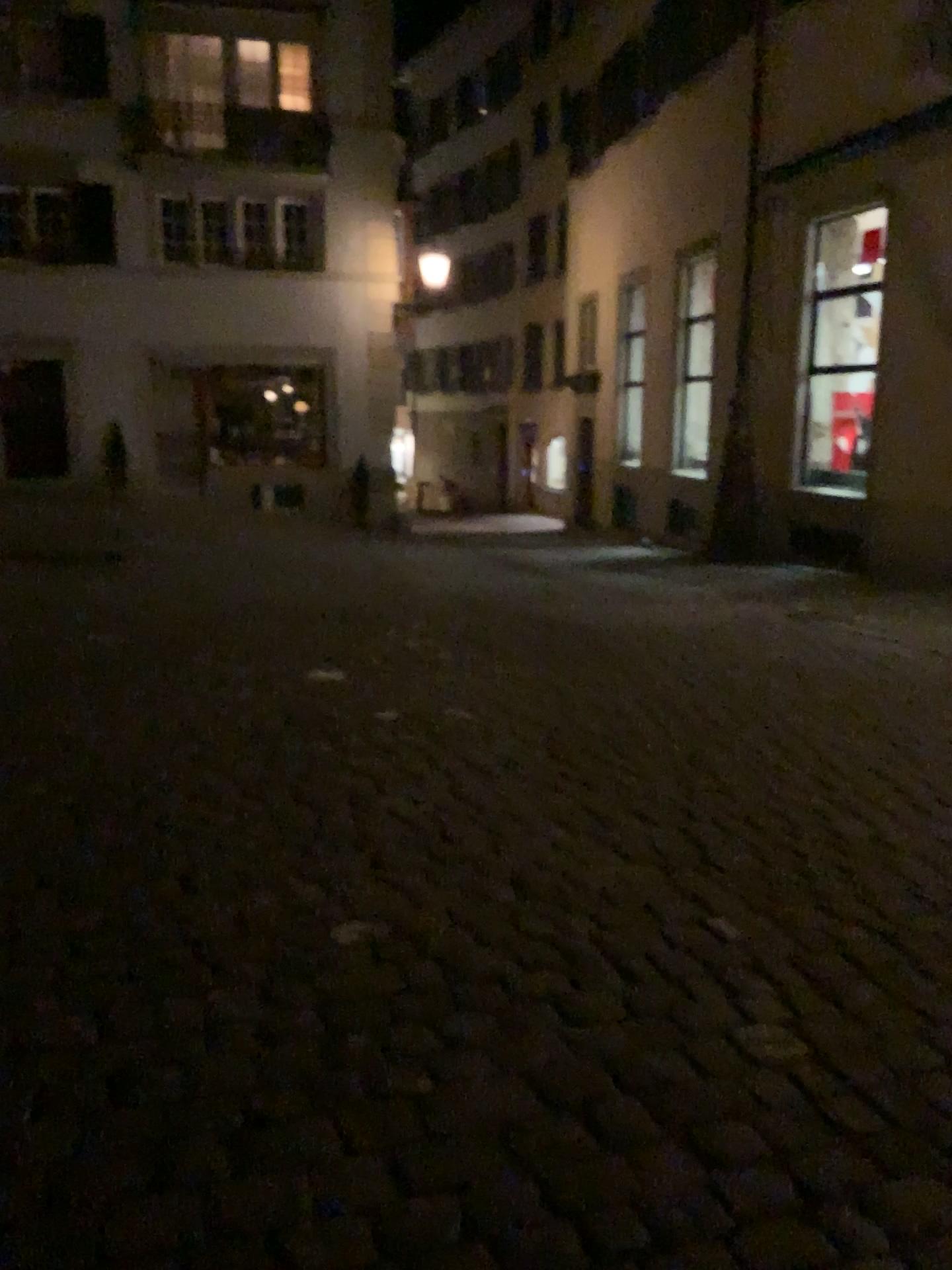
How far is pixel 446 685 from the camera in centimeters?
548cm
